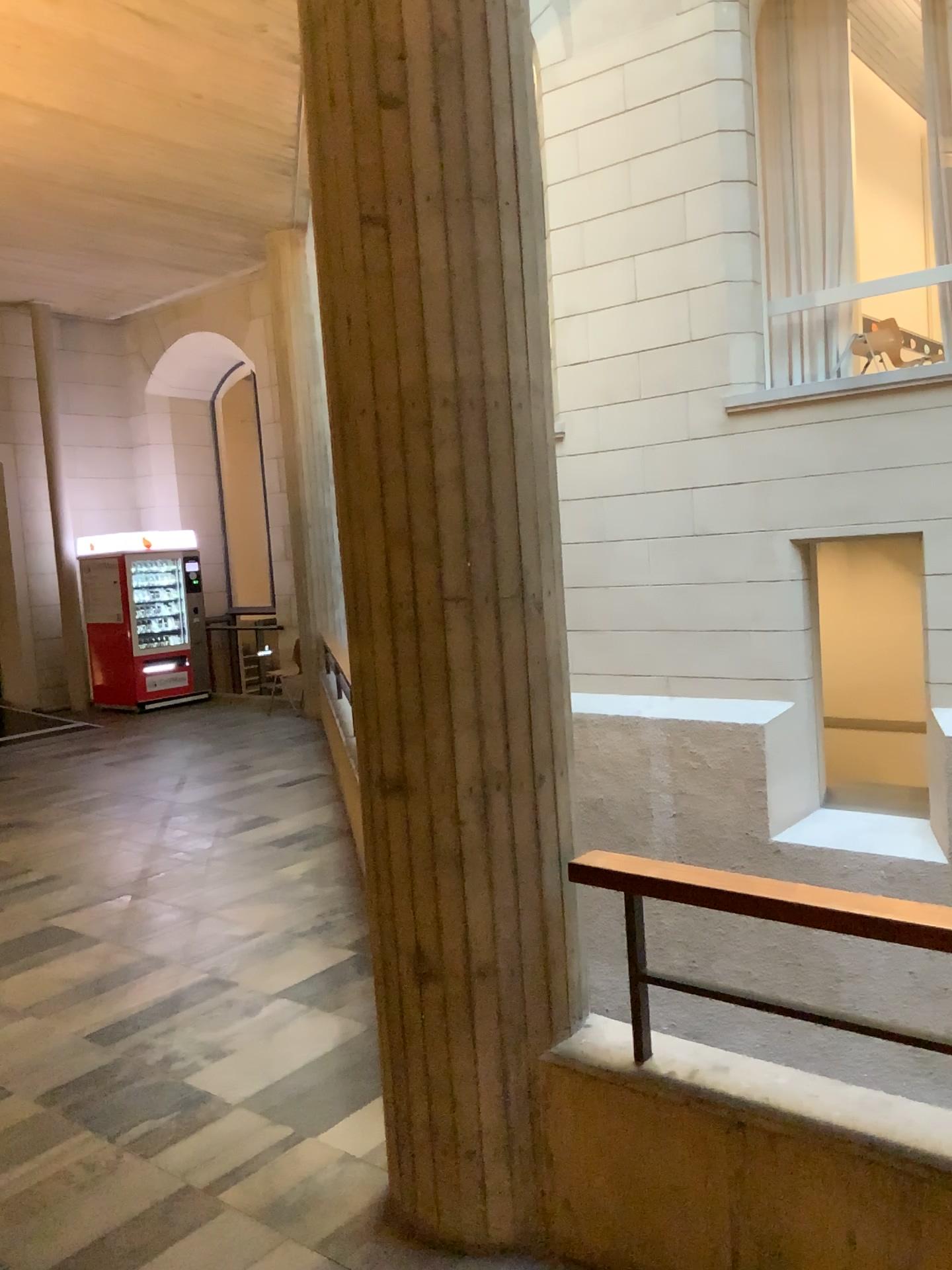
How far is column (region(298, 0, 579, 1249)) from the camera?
2.3m

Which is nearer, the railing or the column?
the railing

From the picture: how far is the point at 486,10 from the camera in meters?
2.3 m

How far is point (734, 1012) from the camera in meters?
2.3 m

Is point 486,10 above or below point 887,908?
above

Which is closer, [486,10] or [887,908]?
[887,908]
